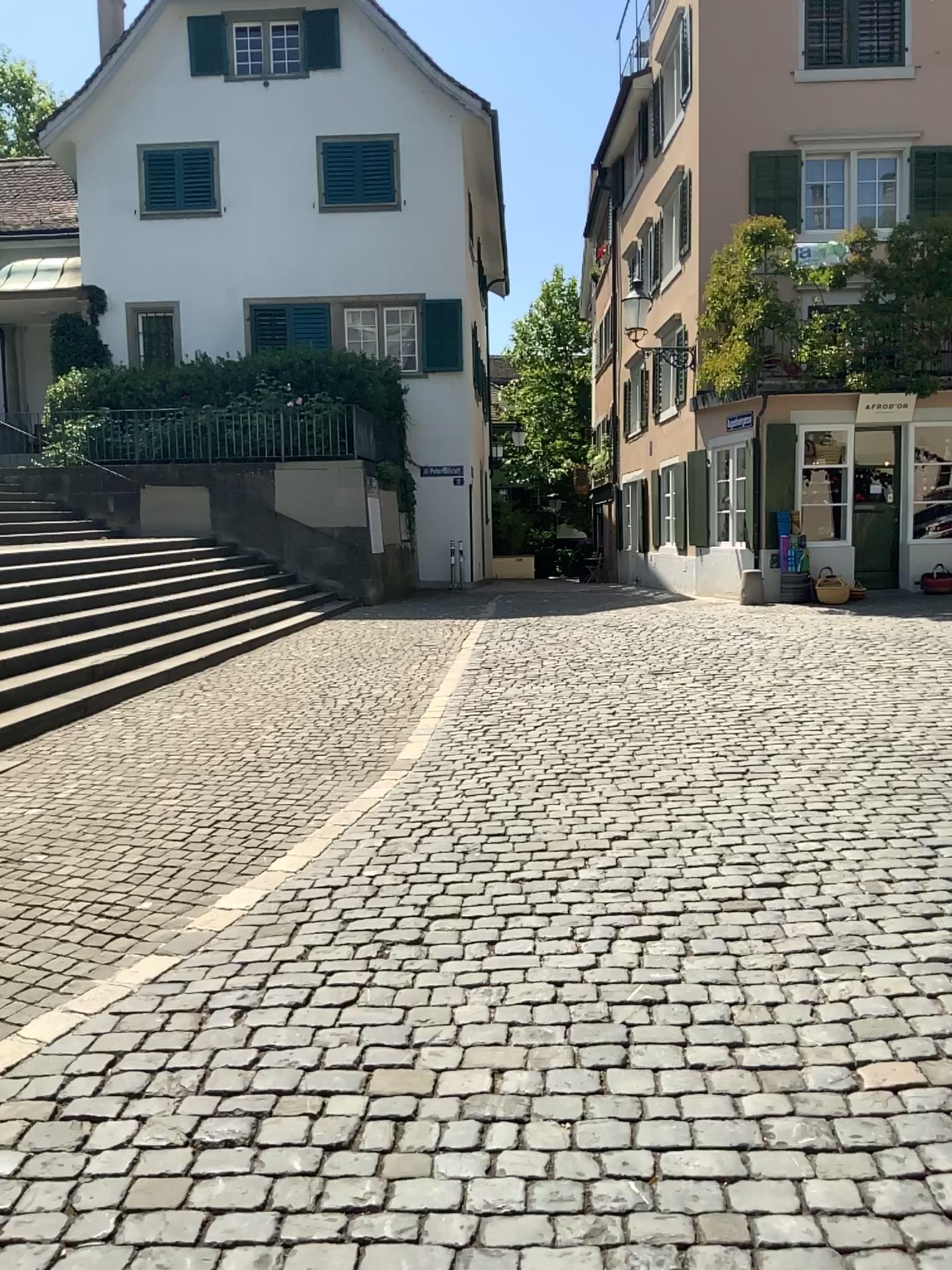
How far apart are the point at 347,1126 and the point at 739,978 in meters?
1.4 m
